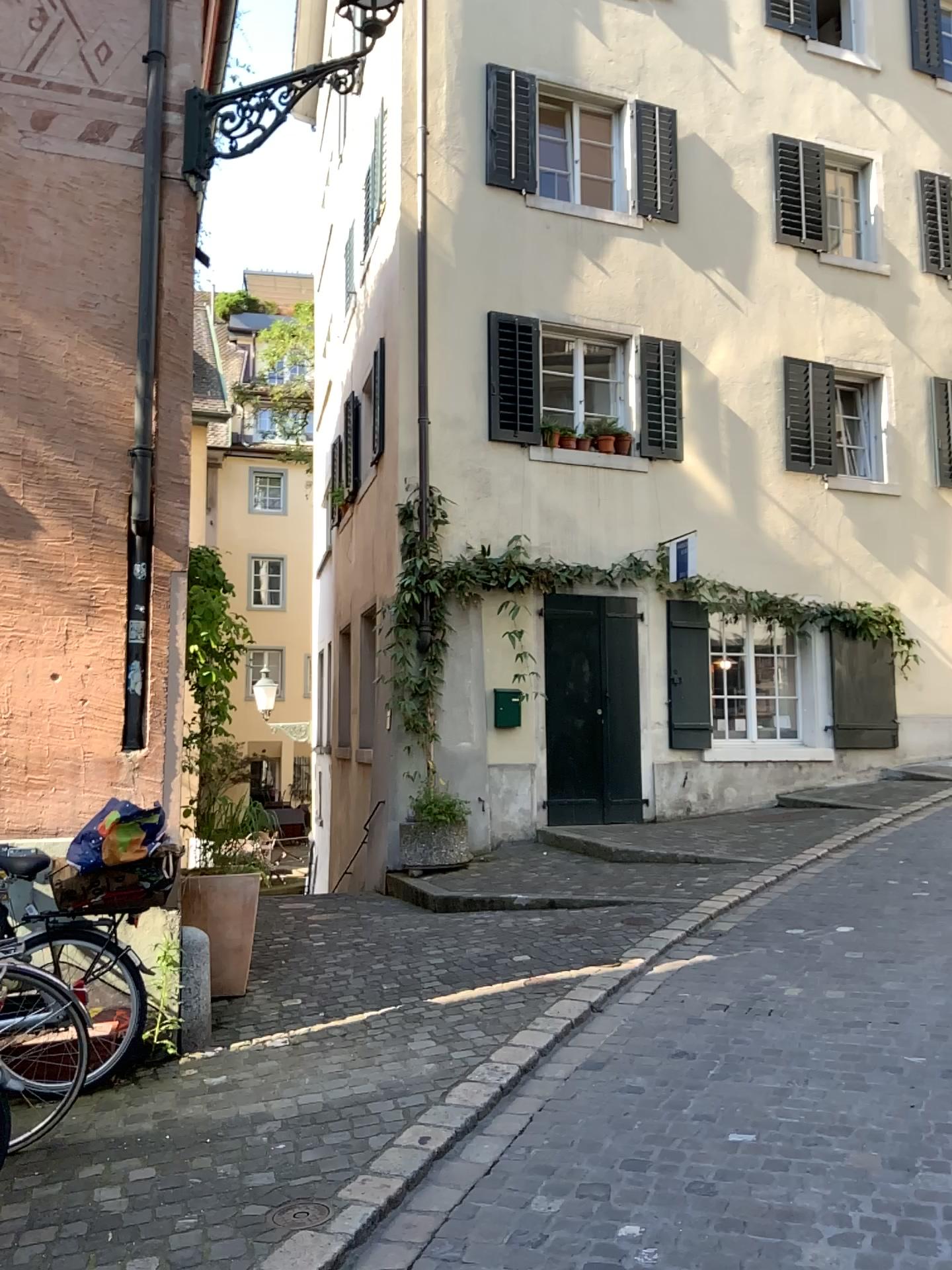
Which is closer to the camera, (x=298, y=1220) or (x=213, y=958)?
(x=298, y=1220)

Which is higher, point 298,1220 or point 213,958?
point 213,958

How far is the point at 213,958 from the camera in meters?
5.1 m

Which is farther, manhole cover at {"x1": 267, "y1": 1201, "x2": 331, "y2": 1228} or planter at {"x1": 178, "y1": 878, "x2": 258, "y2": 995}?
planter at {"x1": 178, "y1": 878, "x2": 258, "y2": 995}

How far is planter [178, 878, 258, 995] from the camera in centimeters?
505cm

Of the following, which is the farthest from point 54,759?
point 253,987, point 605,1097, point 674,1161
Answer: point 674,1161
